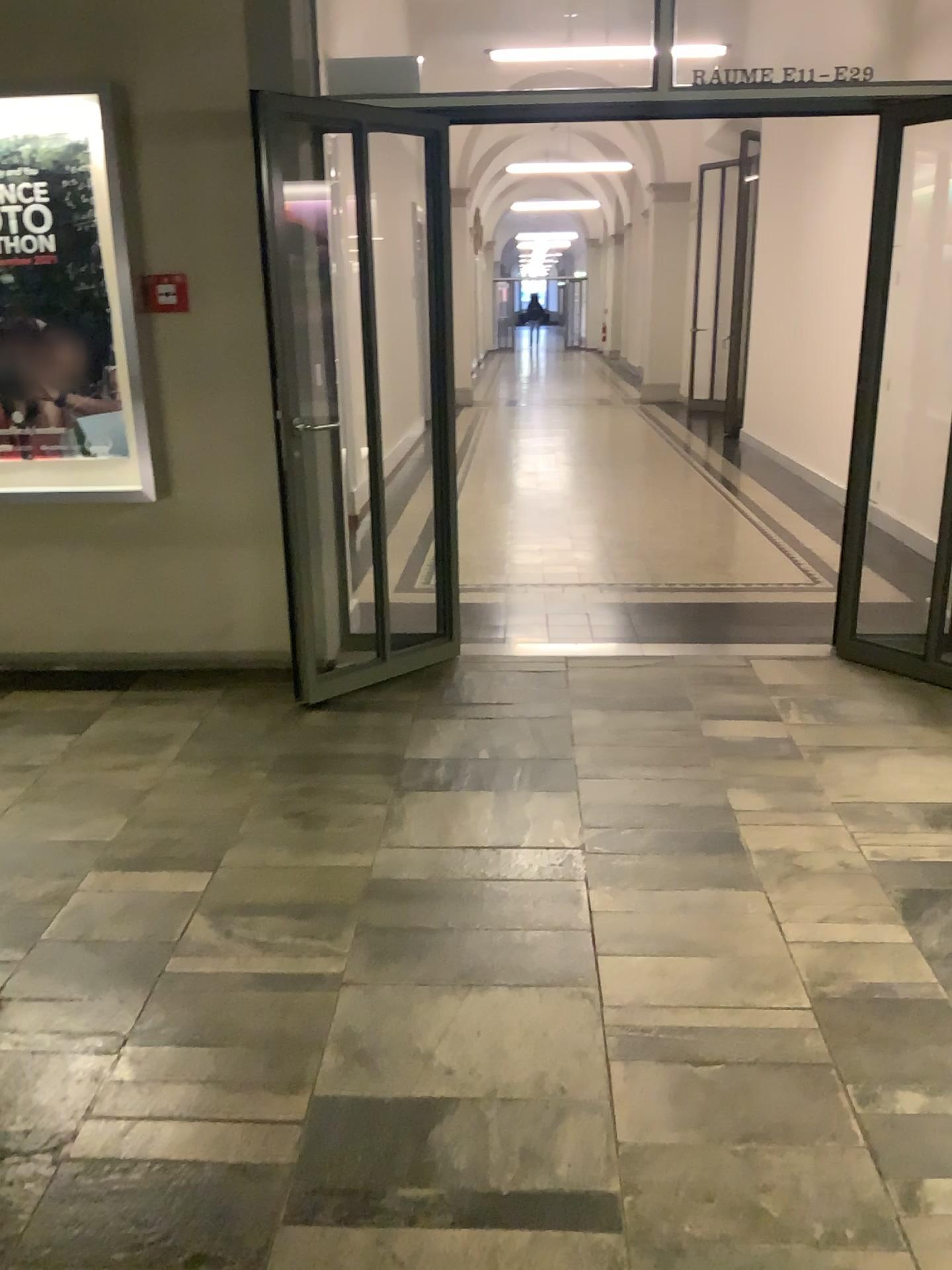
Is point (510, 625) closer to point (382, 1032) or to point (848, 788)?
point (848, 788)

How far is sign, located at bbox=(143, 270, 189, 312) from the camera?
4.01m

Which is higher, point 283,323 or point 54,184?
point 54,184

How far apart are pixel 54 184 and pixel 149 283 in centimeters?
49cm

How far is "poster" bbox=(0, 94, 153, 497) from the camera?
3.94m

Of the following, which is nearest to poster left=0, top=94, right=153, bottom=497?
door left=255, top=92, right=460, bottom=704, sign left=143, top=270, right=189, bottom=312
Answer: sign left=143, top=270, right=189, bottom=312

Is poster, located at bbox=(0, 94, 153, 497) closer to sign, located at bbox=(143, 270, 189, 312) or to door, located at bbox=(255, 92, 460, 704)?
sign, located at bbox=(143, 270, 189, 312)

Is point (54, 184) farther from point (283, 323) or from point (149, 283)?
point (283, 323)
